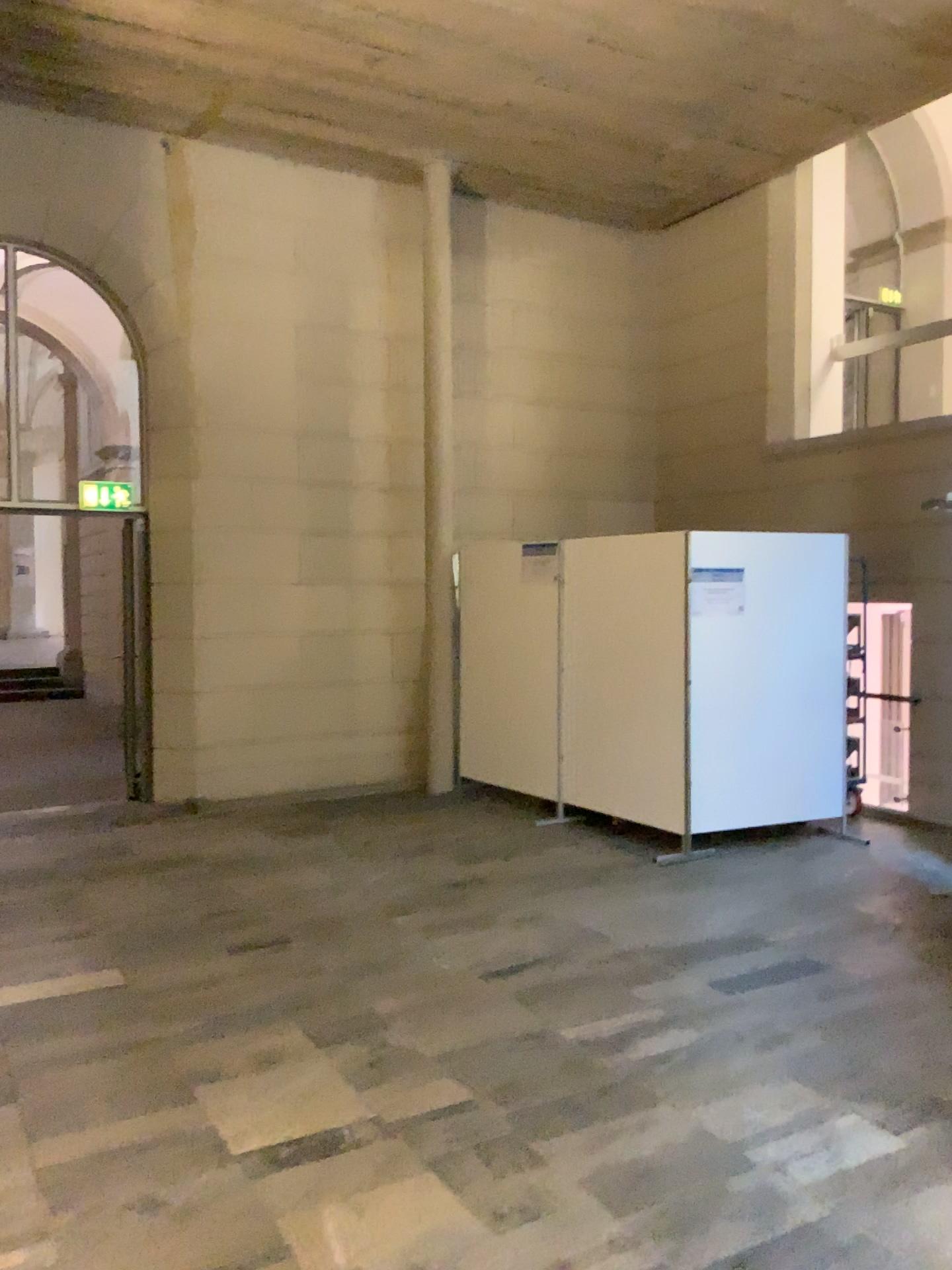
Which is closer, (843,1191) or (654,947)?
(843,1191)
